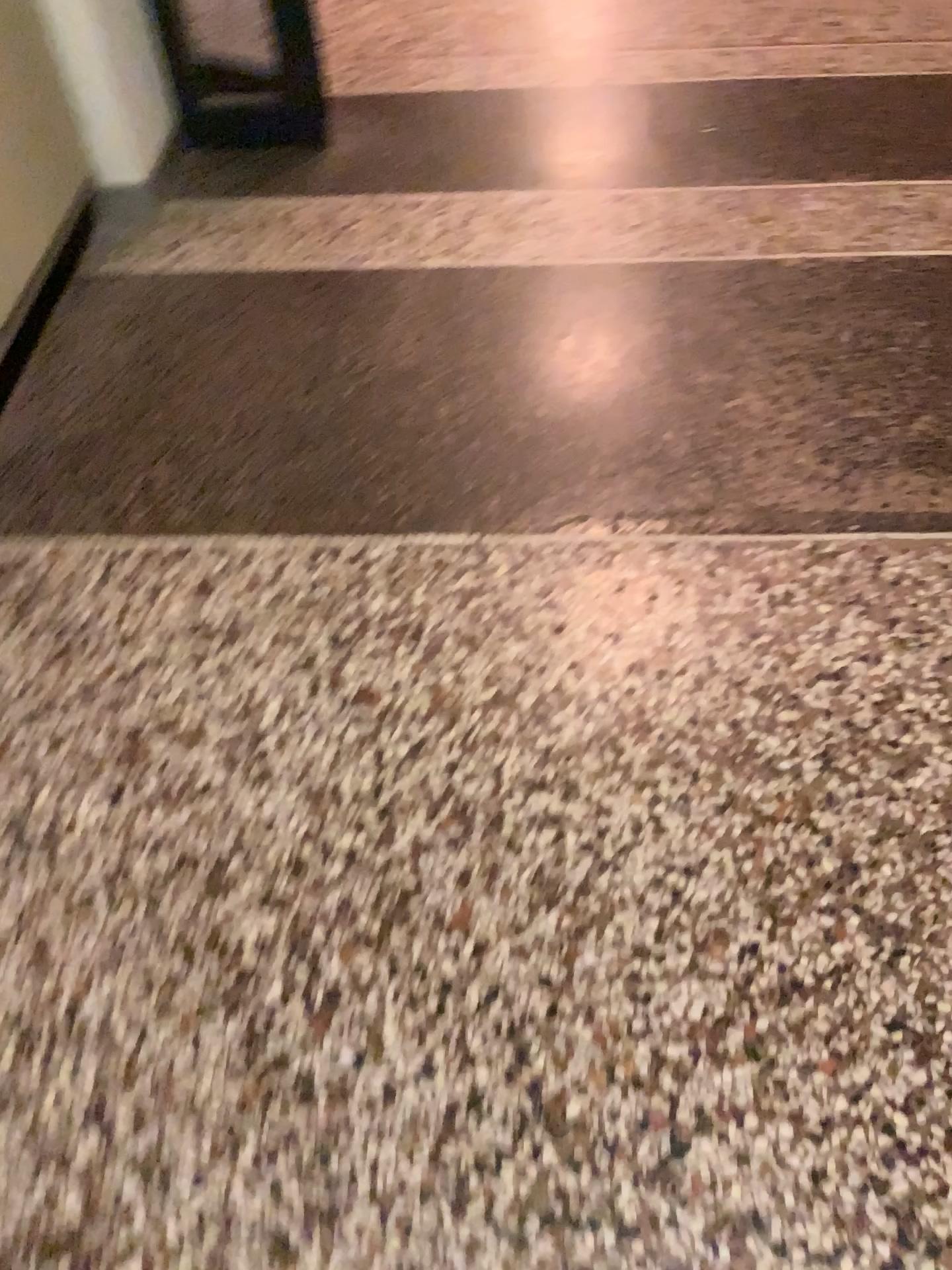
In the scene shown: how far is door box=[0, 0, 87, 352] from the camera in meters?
1.8

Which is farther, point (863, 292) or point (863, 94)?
point (863, 94)

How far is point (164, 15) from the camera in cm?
229

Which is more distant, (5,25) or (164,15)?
(164,15)

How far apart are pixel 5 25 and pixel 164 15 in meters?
0.6

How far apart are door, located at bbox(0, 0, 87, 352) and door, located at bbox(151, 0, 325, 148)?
0.4m

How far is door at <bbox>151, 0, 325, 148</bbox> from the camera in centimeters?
229cm

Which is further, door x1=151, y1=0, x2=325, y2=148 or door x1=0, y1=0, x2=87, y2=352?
door x1=151, y1=0, x2=325, y2=148
